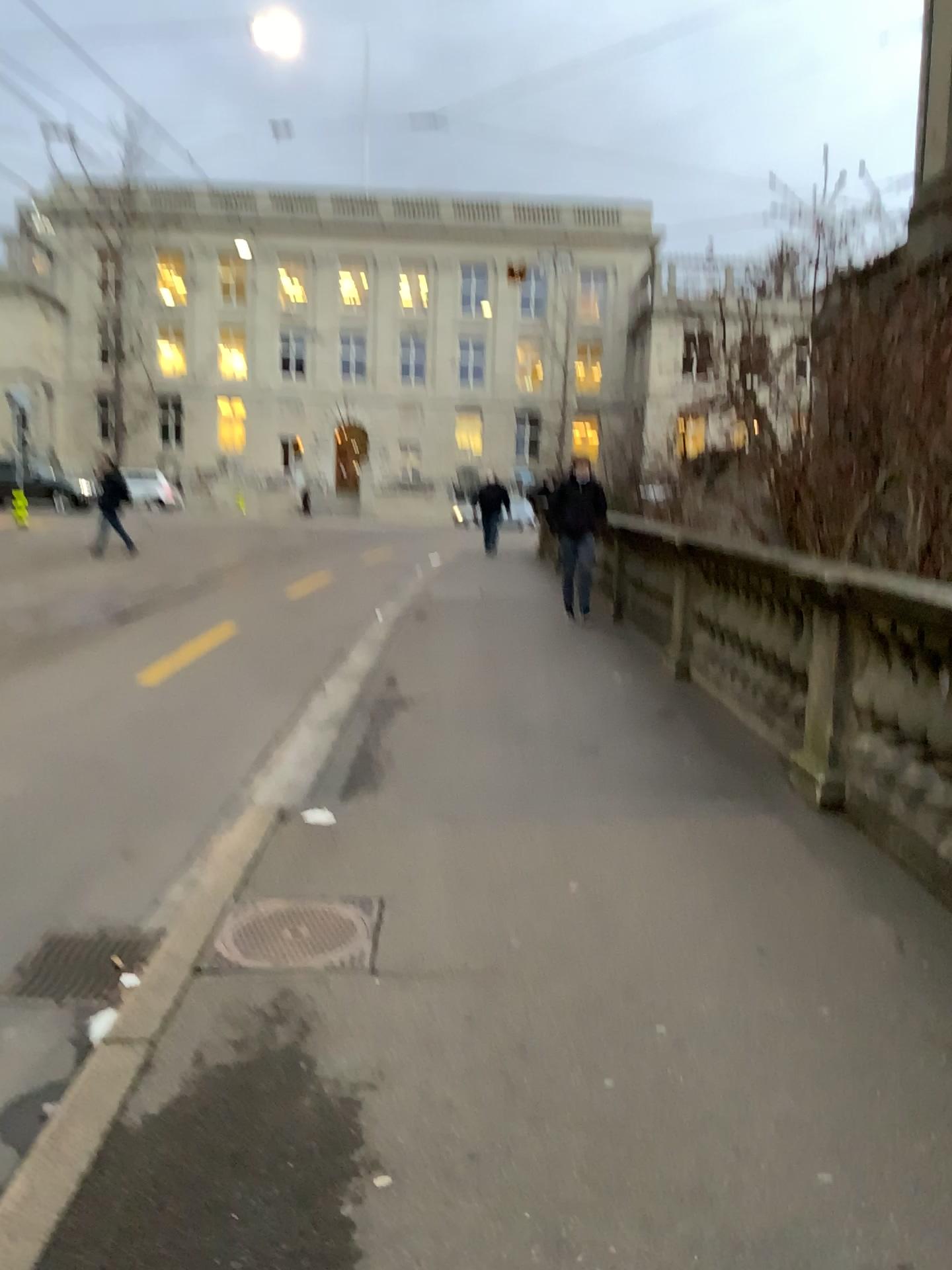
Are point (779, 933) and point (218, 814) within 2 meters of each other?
no
